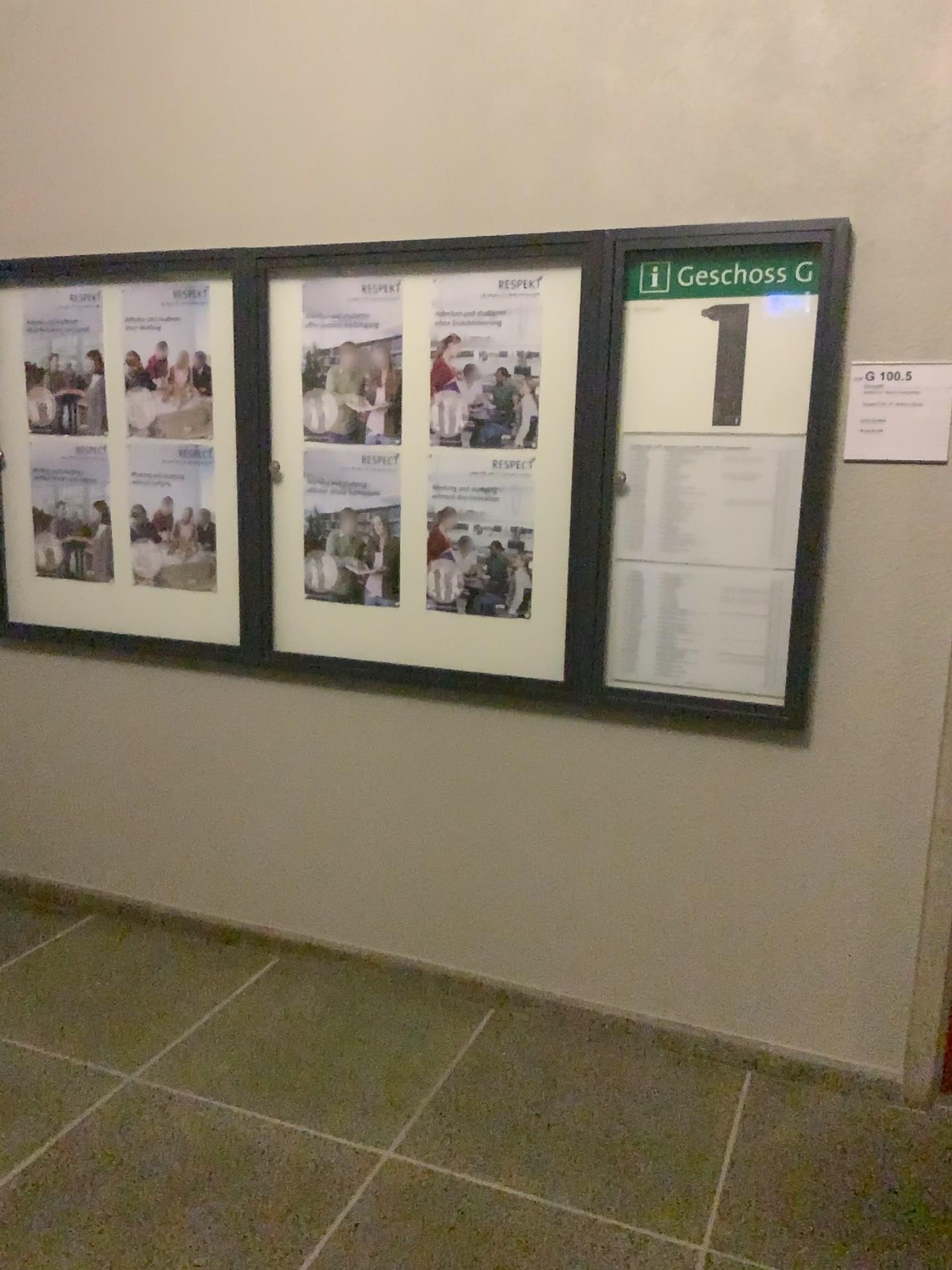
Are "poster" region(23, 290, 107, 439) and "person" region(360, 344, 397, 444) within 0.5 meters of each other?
no

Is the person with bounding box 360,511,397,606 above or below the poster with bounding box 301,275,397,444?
below

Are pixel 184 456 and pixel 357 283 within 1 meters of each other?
yes

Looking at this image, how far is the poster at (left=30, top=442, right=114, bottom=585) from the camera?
3.19m

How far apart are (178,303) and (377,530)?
0.87m

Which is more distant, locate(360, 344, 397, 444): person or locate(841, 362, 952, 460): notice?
locate(360, 344, 397, 444): person

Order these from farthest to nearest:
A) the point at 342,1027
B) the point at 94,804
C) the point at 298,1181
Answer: the point at 94,804 < the point at 342,1027 < the point at 298,1181

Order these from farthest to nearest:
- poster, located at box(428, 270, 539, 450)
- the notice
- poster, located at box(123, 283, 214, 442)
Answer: poster, located at box(123, 283, 214, 442) < poster, located at box(428, 270, 539, 450) < the notice

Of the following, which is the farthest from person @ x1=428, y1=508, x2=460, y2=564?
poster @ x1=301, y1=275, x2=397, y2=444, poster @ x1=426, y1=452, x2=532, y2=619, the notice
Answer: the notice

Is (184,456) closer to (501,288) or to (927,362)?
(501,288)
